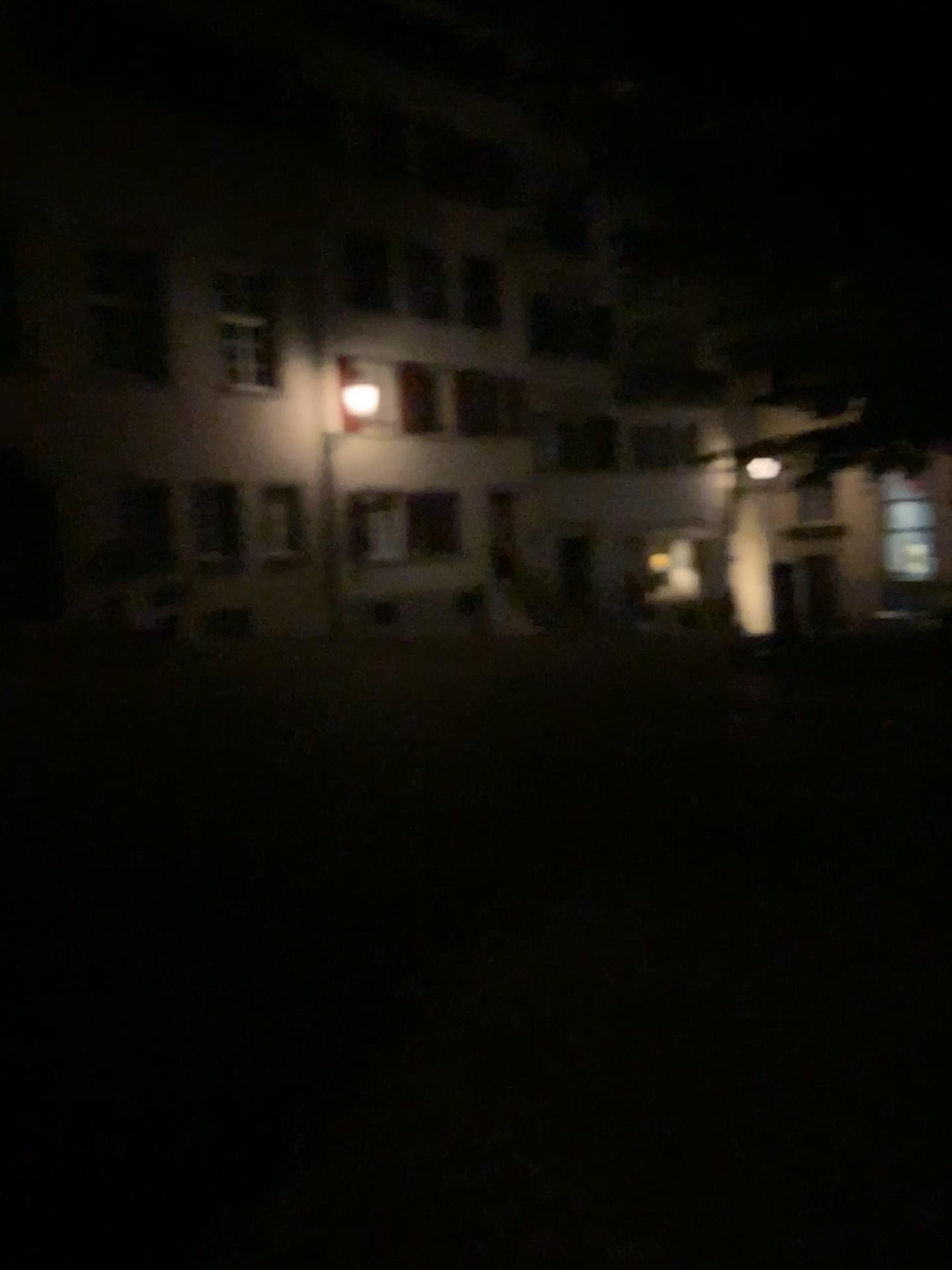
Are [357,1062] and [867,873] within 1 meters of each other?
no
